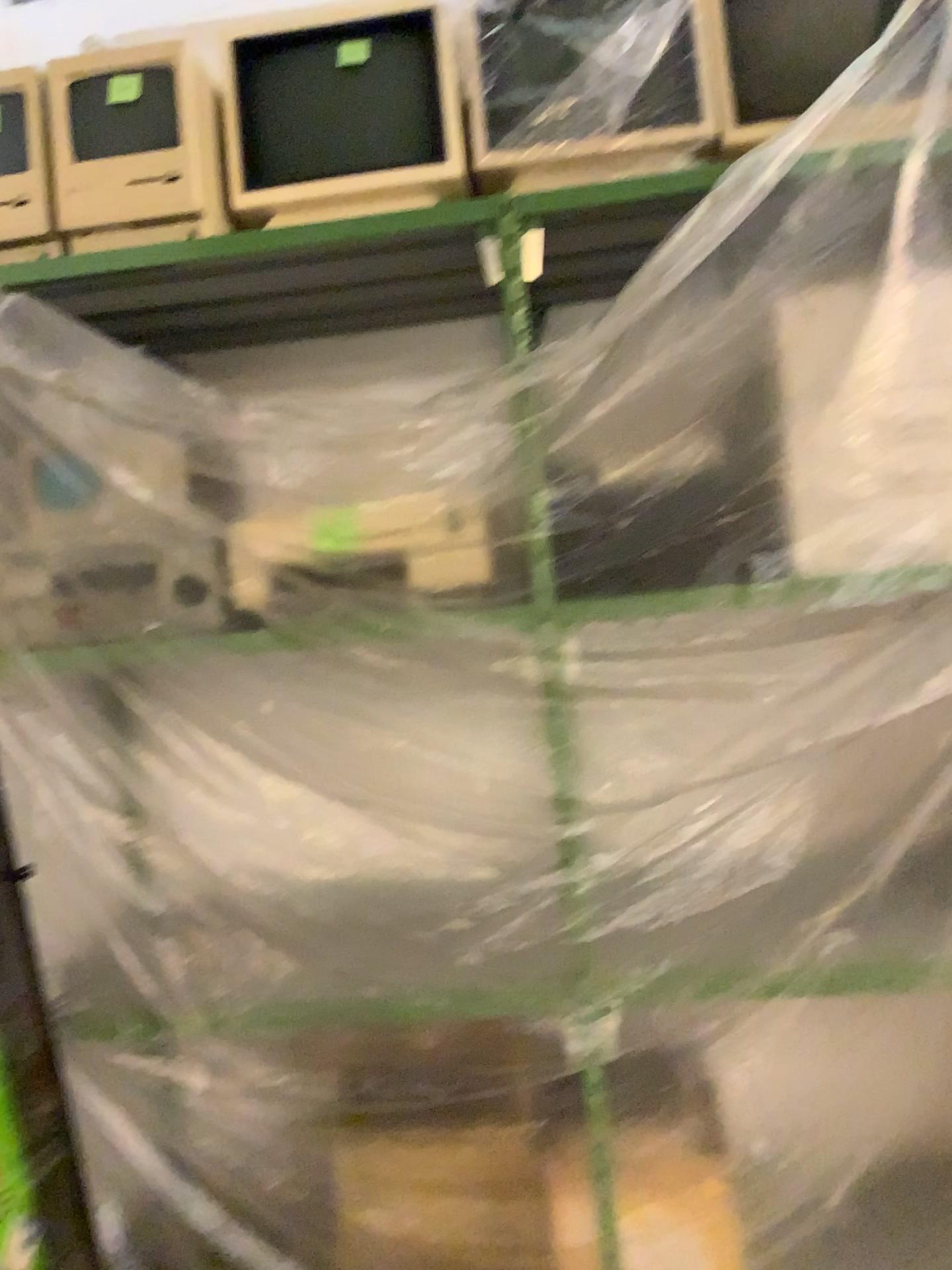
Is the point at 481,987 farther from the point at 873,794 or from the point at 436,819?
the point at 873,794

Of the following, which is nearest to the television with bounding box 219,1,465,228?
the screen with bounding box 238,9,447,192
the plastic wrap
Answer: the screen with bounding box 238,9,447,192

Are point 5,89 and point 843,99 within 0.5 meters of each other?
no

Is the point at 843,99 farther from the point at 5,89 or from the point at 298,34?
the point at 5,89

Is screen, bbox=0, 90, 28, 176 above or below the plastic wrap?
above

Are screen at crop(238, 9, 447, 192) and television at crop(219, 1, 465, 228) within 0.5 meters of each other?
yes

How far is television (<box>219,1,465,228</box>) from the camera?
1.8 meters

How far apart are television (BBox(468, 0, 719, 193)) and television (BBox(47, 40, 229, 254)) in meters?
0.4 m

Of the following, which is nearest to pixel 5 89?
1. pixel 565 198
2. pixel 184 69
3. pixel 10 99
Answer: pixel 10 99

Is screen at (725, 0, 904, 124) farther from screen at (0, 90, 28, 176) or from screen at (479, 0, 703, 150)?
screen at (0, 90, 28, 176)
